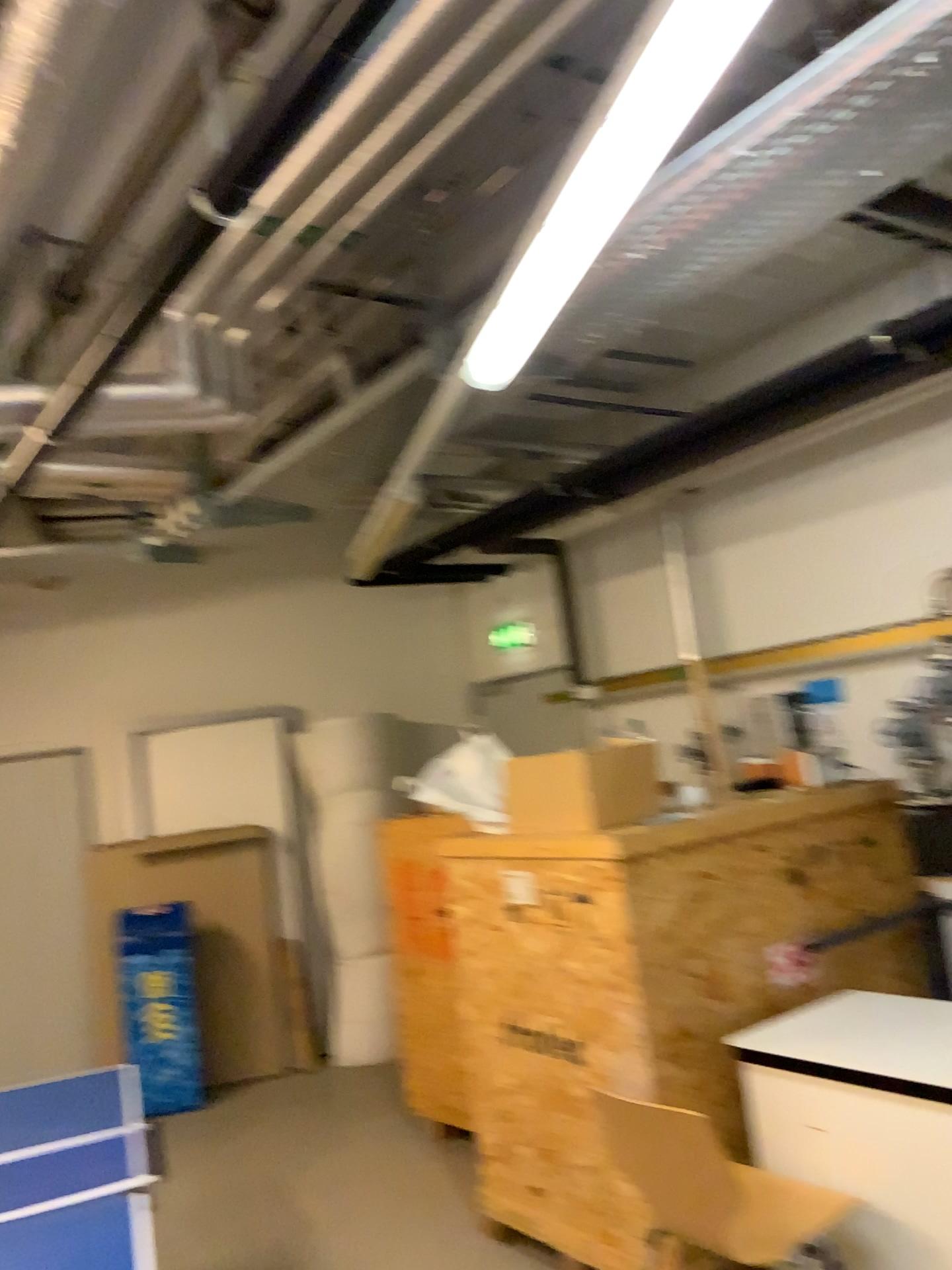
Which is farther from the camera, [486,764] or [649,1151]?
[486,764]

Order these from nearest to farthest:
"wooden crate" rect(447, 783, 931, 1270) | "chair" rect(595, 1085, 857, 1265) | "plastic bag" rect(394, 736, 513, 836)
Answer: "chair" rect(595, 1085, 857, 1265) < "wooden crate" rect(447, 783, 931, 1270) < "plastic bag" rect(394, 736, 513, 836)

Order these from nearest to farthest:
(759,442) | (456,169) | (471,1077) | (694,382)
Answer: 1. (456,169)
2. (471,1077)
3. (694,382)
4. (759,442)

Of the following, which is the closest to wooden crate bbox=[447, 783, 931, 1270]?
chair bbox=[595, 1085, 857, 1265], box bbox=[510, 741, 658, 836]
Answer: box bbox=[510, 741, 658, 836]

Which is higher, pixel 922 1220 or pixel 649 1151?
pixel 649 1151

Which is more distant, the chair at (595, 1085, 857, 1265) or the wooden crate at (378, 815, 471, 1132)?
the wooden crate at (378, 815, 471, 1132)

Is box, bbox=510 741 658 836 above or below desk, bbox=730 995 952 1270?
above

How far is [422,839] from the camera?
3.6m

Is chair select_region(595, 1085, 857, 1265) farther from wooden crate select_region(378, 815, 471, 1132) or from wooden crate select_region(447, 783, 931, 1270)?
wooden crate select_region(378, 815, 471, 1132)

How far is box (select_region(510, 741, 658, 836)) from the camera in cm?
342
